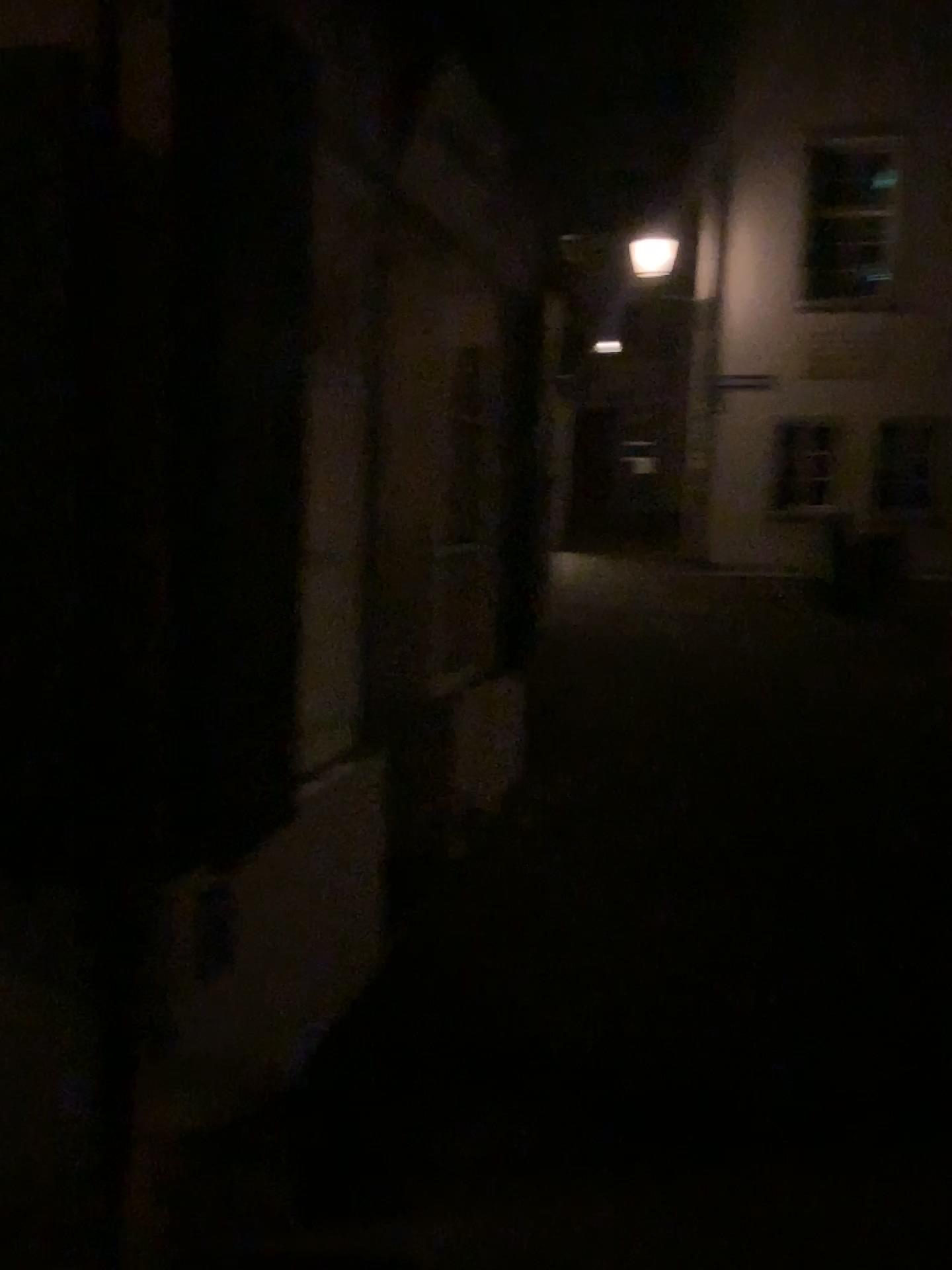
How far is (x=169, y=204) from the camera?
2.0m
